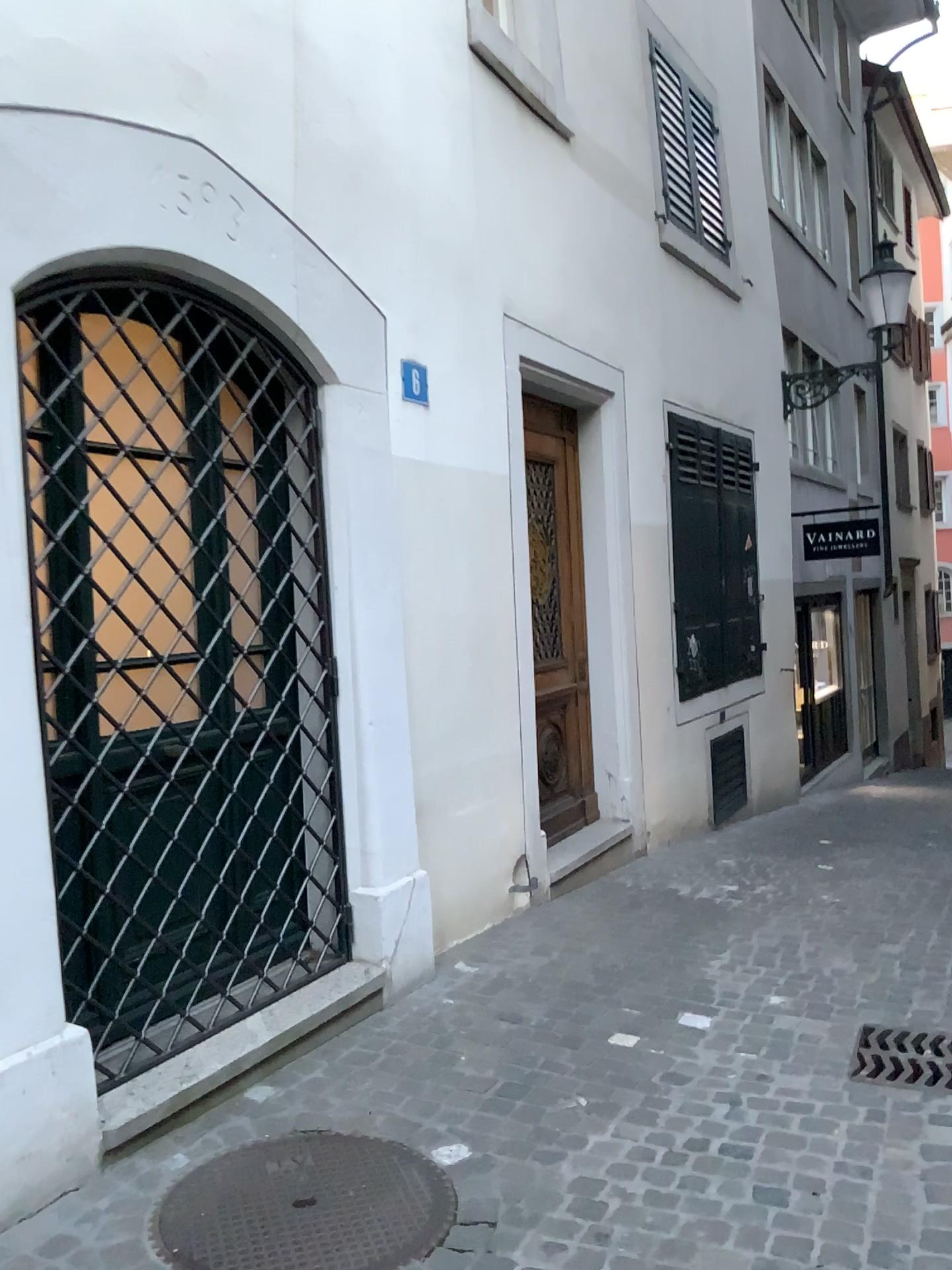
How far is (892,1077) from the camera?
3.27m

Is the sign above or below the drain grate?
above

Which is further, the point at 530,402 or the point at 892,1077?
the point at 530,402

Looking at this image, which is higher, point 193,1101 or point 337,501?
point 337,501

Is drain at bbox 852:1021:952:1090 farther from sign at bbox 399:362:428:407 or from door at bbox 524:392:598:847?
sign at bbox 399:362:428:407

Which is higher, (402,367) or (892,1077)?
(402,367)

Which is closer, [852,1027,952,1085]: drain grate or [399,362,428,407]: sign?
[852,1027,952,1085]: drain grate

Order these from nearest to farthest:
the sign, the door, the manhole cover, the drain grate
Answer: the manhole cover
the drain grate
the sign
the door

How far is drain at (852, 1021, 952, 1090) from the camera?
3.3m

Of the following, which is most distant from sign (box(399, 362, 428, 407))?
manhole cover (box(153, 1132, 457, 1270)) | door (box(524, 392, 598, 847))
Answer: manhole cover (box(153, 1132, 457, 1270))
